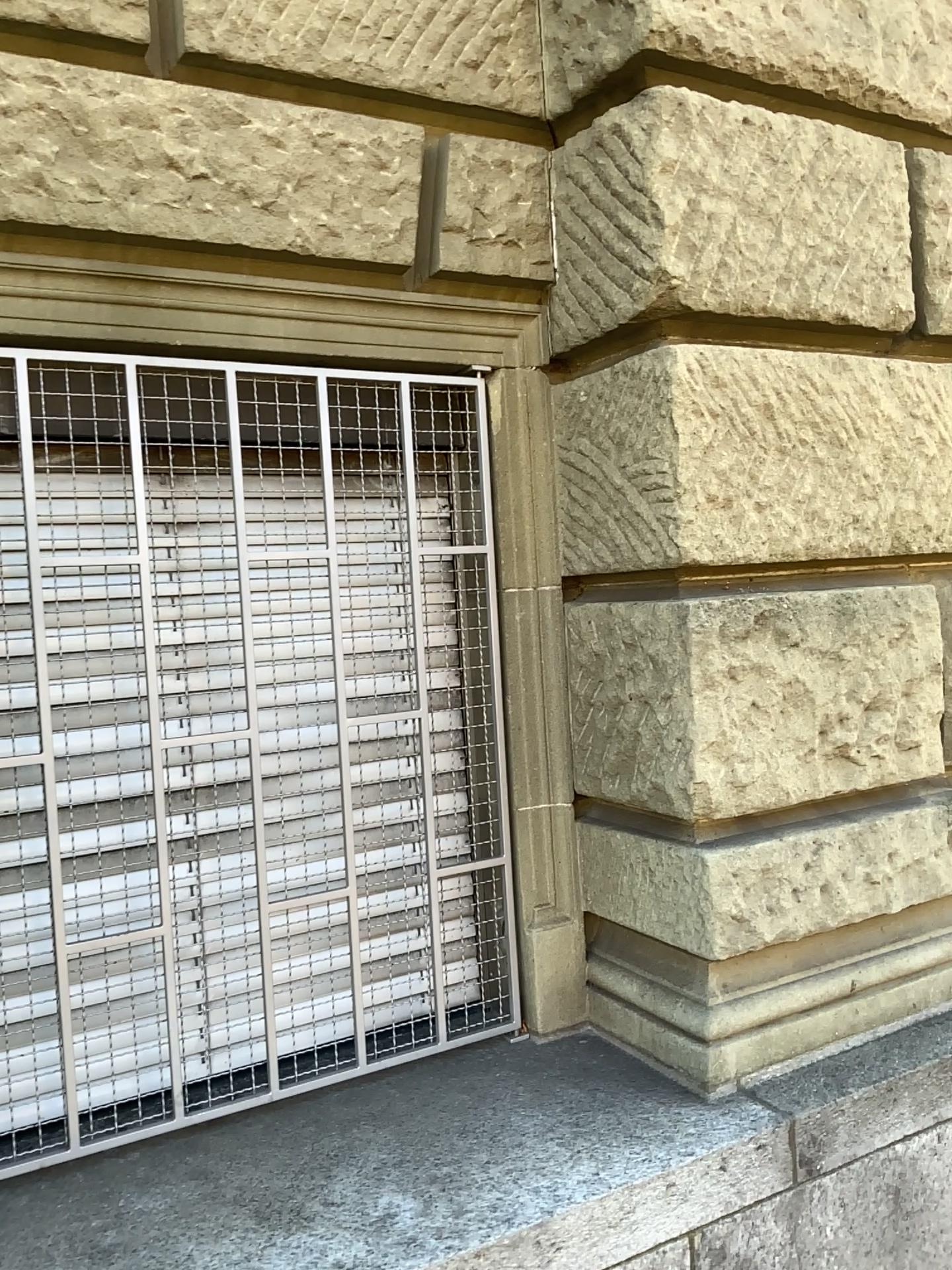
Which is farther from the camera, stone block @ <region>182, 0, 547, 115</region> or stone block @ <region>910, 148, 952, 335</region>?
stone block @ <region>910, 148, 952, 335</region>

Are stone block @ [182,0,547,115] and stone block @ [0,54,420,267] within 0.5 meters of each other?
yes

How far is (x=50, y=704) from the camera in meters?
2.0

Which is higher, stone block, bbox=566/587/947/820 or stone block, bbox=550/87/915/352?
stone block, bbox=550/87/915/352

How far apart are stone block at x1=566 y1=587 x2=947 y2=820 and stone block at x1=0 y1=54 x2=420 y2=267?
0.8 meters

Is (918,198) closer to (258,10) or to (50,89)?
(258,10)

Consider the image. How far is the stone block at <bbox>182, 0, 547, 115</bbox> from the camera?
2.04m

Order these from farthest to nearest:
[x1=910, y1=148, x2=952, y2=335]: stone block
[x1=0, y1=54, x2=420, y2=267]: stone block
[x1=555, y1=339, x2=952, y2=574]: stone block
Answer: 1. [x1=910, y1=148, x2=952, y2=335]: stone block
2. [x1=555, y1=339, x2=952, y2=574]: stone block
3. [x1=0, y1=54, x2=420, y2=267]: stone block

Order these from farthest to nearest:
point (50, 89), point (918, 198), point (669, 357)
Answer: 1. point (918, 198)
2. point (669, 357)
3. point (50, 89)

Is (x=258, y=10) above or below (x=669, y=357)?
above
